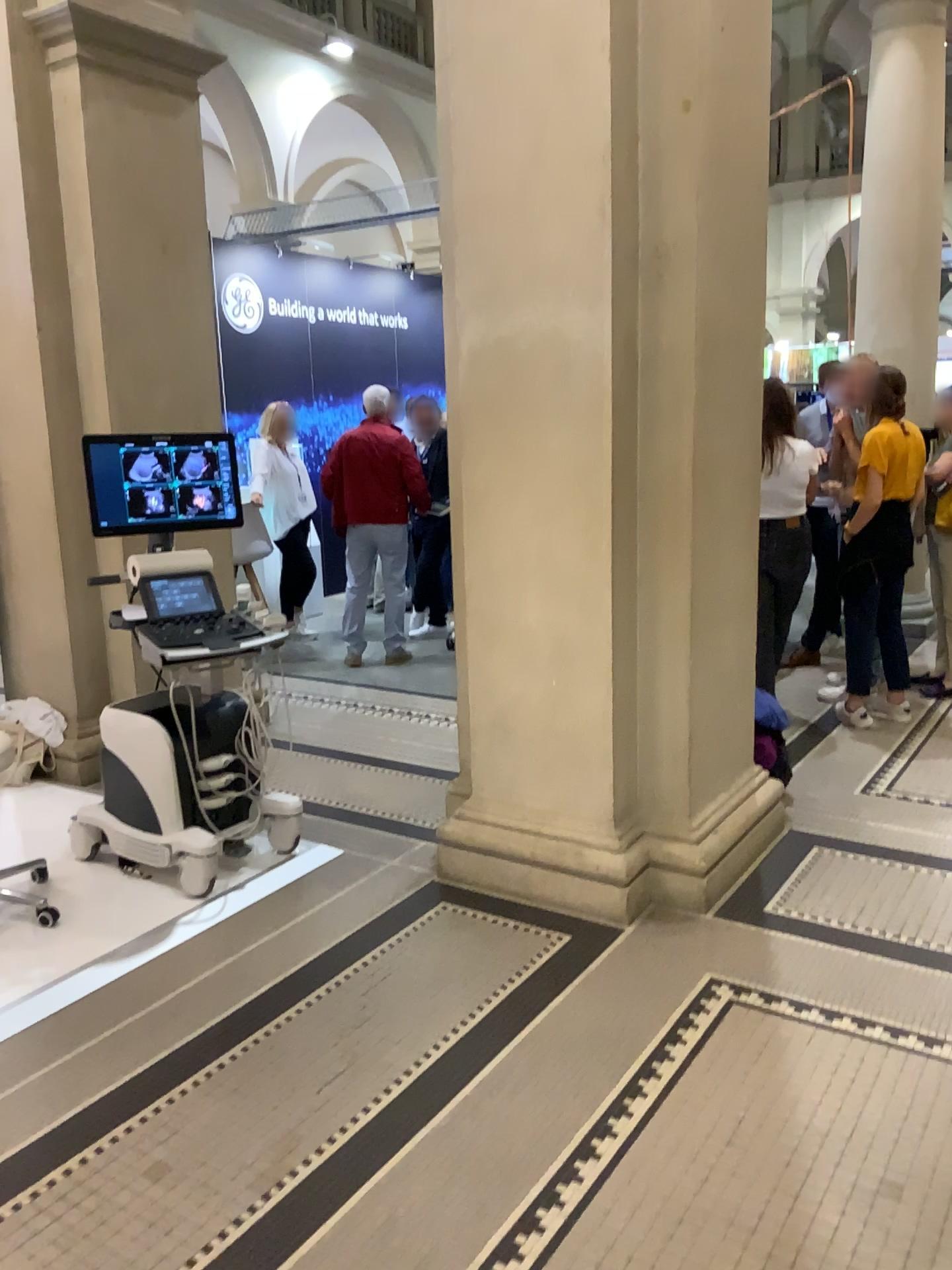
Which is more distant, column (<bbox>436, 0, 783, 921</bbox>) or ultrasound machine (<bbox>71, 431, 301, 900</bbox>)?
ultrasound machine (<bbox>71, 431, 301, 900</bbox>)

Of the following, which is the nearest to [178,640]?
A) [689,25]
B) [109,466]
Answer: [109,466]

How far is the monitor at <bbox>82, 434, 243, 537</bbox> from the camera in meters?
3.6

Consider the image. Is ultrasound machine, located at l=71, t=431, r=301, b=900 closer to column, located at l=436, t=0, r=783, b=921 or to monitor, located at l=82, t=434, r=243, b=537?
monitor, located at l=82, t=434, r=243, b=537

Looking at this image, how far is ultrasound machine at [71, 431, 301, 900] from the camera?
3.5 meters

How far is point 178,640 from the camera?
3.5m

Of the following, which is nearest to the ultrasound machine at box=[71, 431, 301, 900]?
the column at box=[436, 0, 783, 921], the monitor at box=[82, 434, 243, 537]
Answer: the monitor at box=[82, 434, 243, 537]

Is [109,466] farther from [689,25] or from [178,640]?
[689,25]

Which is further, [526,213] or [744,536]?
[744,536]
